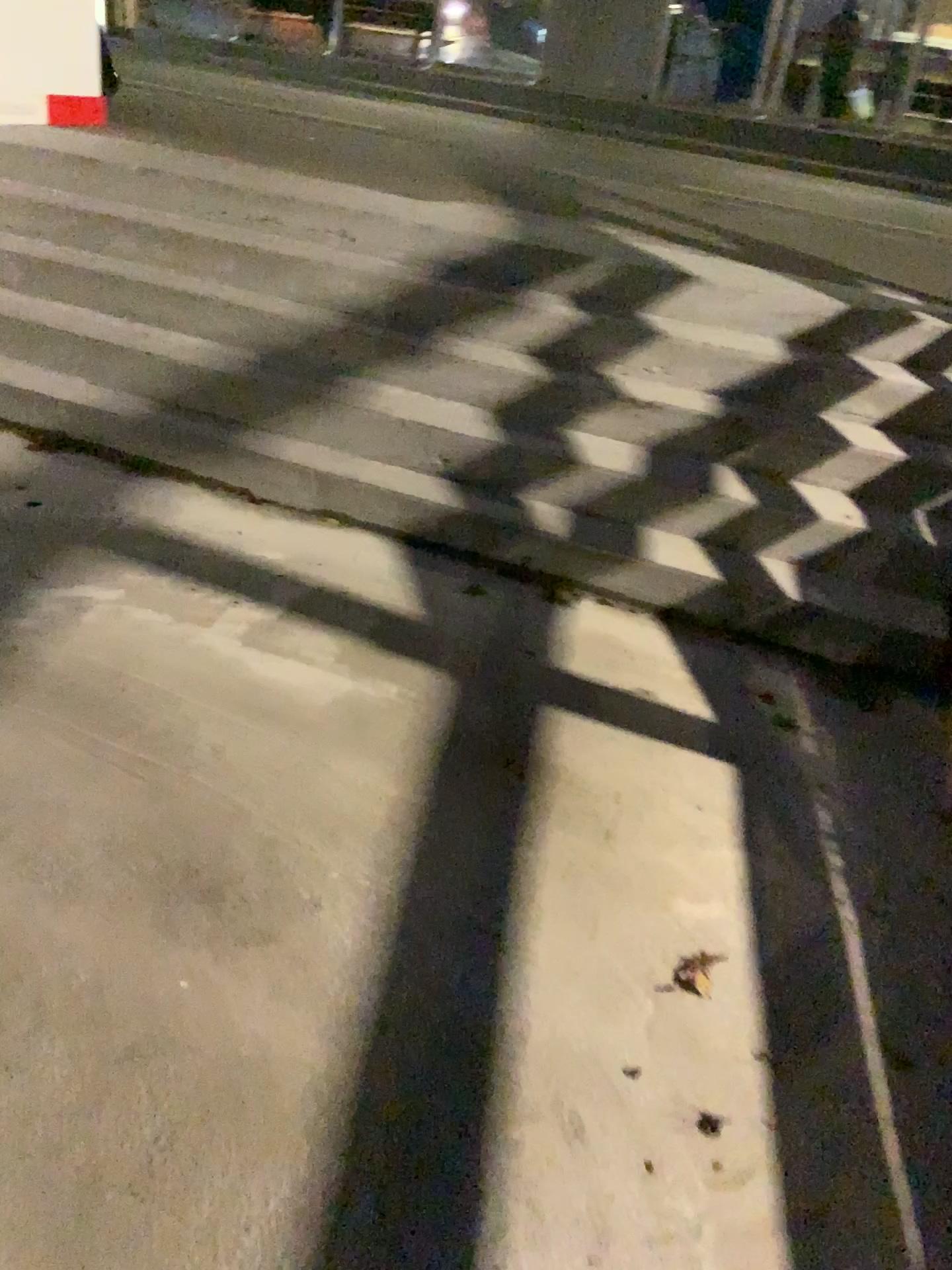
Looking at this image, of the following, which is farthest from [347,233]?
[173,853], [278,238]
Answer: [173,853]
